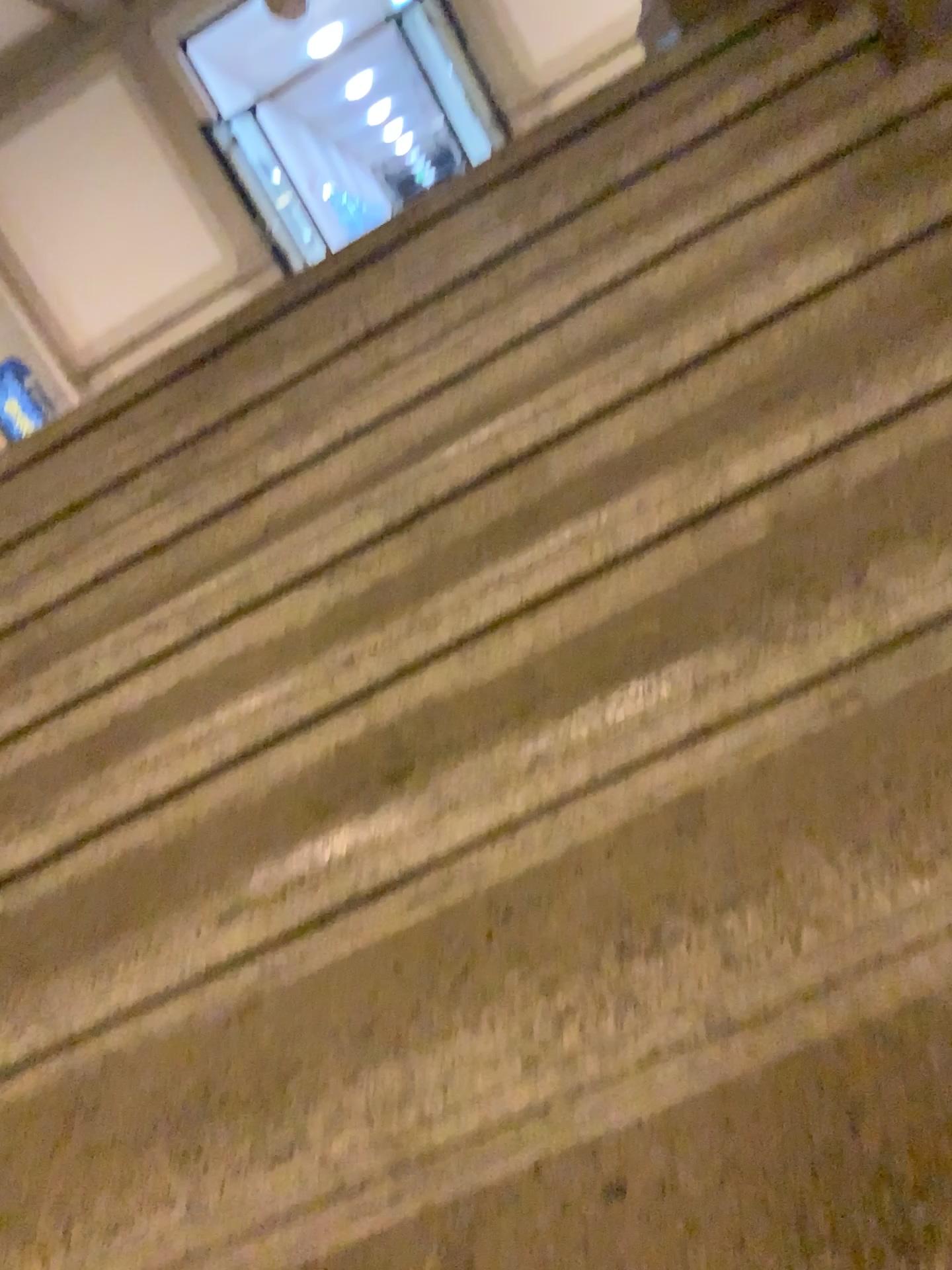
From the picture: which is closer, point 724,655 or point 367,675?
point 724,655
